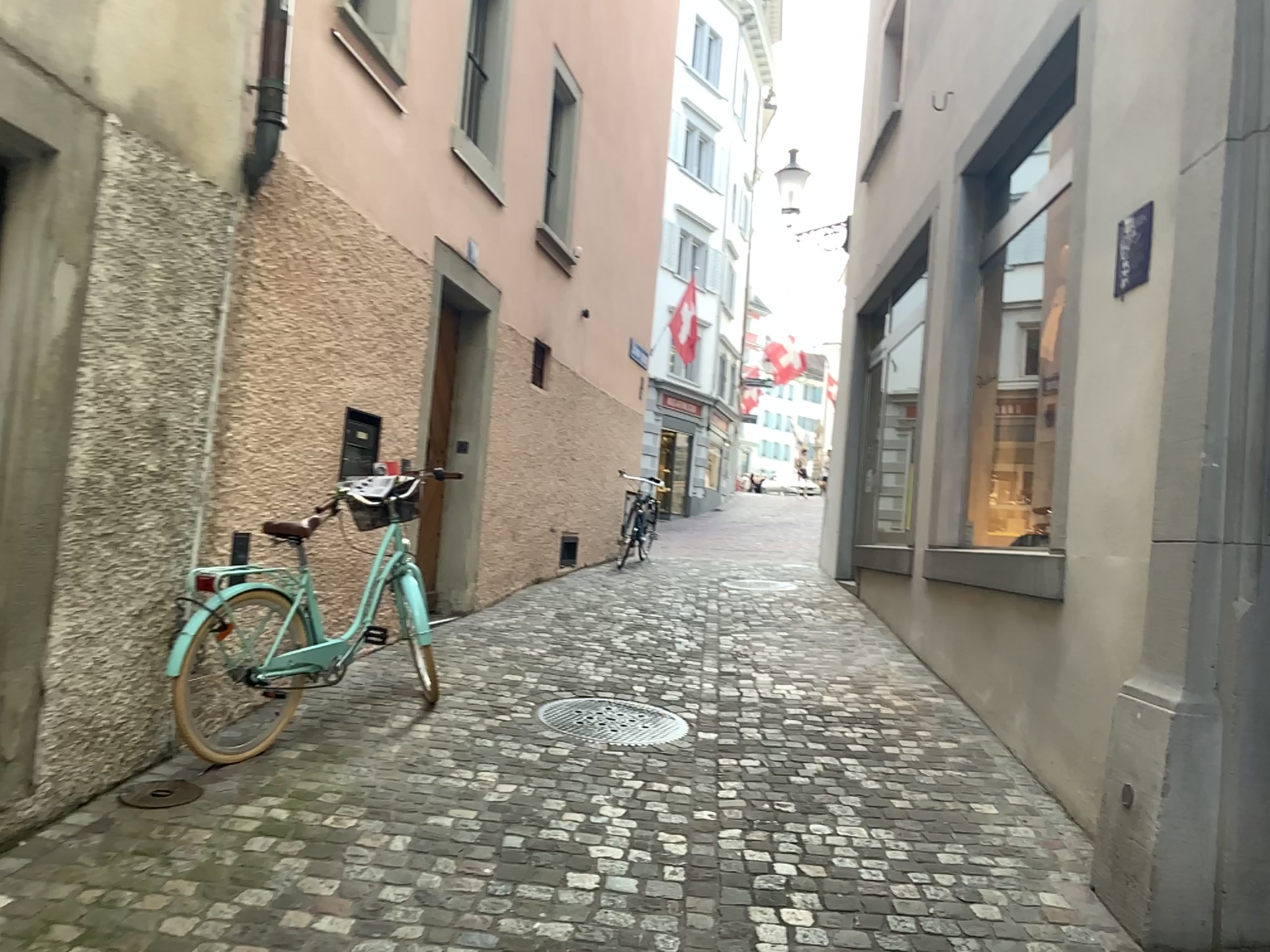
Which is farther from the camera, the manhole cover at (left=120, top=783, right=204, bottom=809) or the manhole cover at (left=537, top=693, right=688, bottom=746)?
the manhole cover at (left=537, top=693, right=688, bottom=746)

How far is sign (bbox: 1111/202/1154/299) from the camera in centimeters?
360cm

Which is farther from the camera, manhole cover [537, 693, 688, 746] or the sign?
manhole cover [537, 693, 688, 746]

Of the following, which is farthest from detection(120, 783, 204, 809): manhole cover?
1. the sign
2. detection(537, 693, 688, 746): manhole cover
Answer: the sign

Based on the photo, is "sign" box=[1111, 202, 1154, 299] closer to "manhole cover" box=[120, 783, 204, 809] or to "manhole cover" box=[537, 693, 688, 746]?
"manhole cover" box=[537, 693, 688, 746]

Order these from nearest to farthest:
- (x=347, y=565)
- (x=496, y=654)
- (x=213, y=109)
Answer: (x=213, y=109) < (x=347, y=565) < (x=496, y=654)

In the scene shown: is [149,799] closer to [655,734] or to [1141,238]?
[655,734]

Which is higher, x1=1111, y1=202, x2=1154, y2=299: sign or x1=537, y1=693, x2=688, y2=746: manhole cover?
x1=1111, y1=202, x2=1154, y2=299: sign

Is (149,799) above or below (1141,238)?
below

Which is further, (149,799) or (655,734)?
(655,734)
